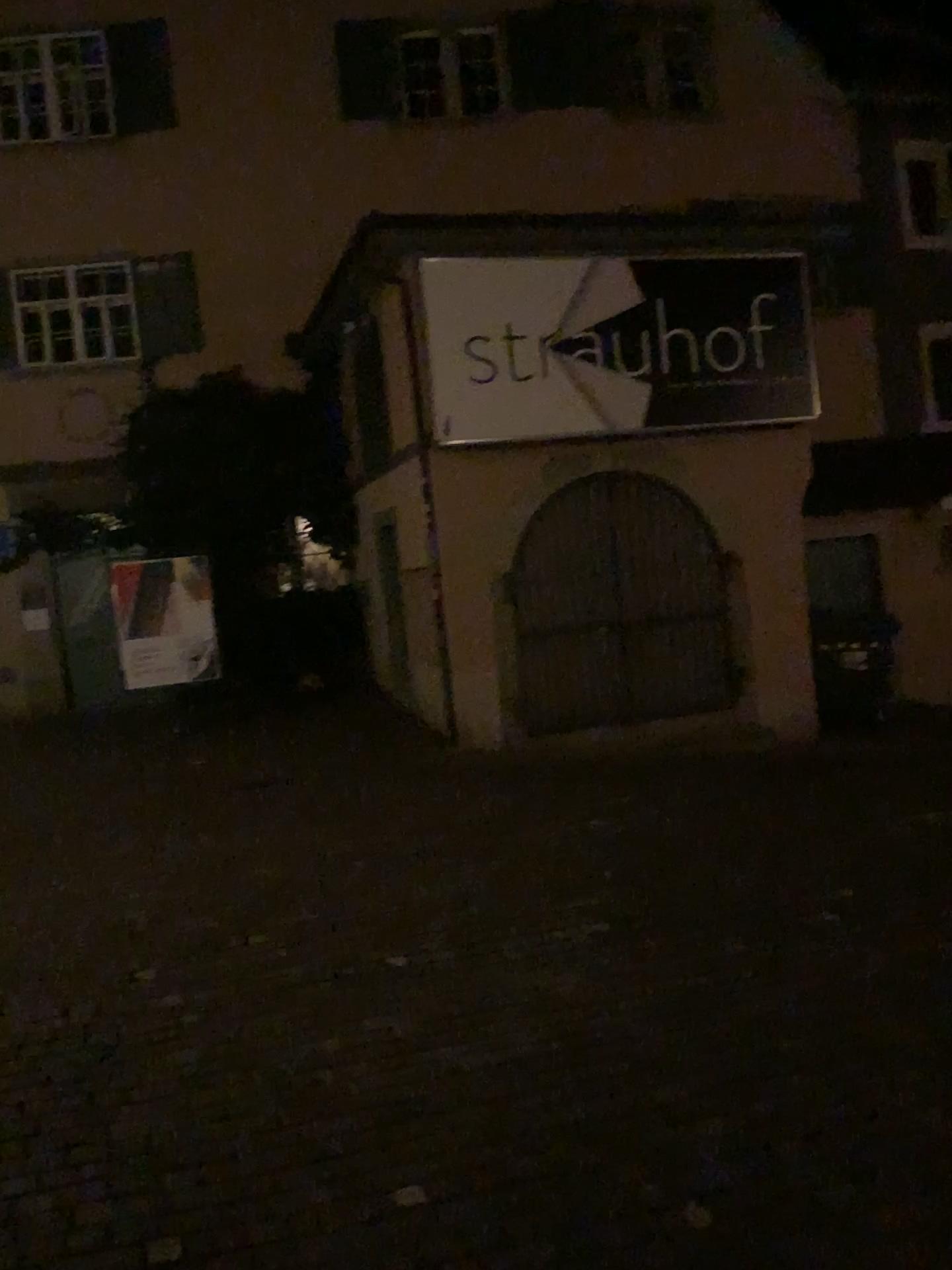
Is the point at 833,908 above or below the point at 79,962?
below
